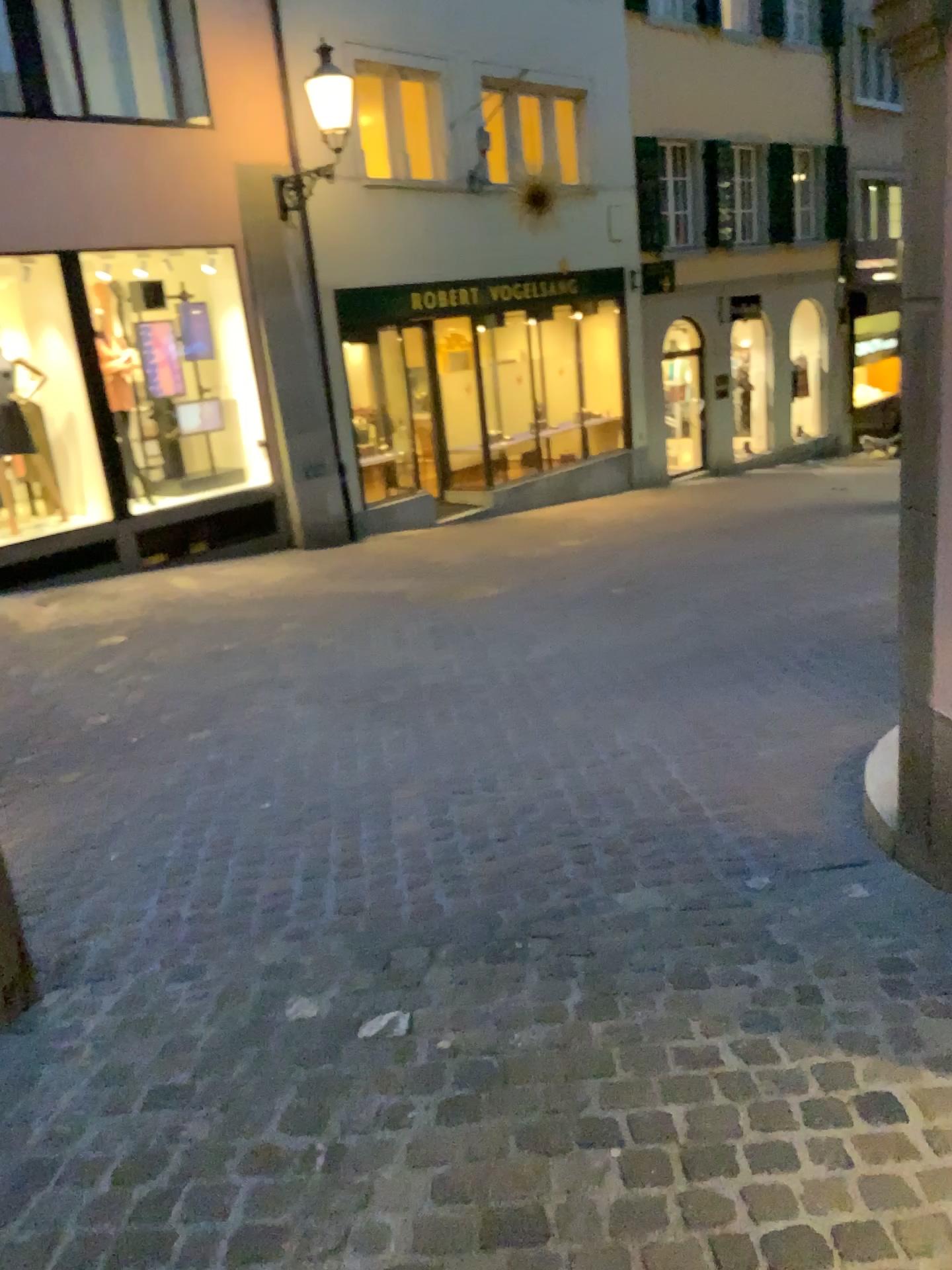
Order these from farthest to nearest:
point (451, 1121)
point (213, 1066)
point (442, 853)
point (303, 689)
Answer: point (303, 689)
point (442, 853)
point (213, 1066)
point (451, 1121)
